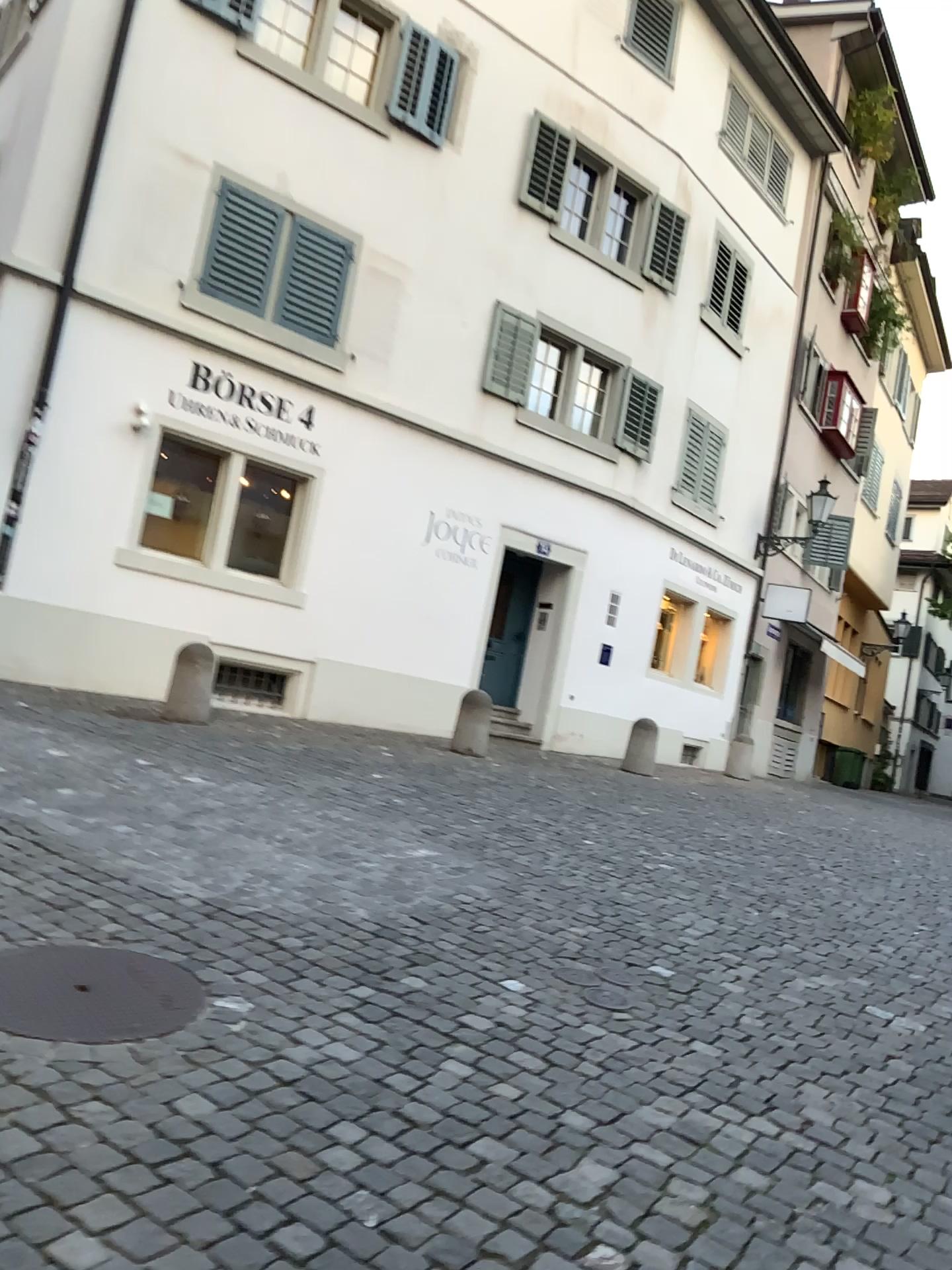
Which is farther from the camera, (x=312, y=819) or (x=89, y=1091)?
(x=312, y=819)
